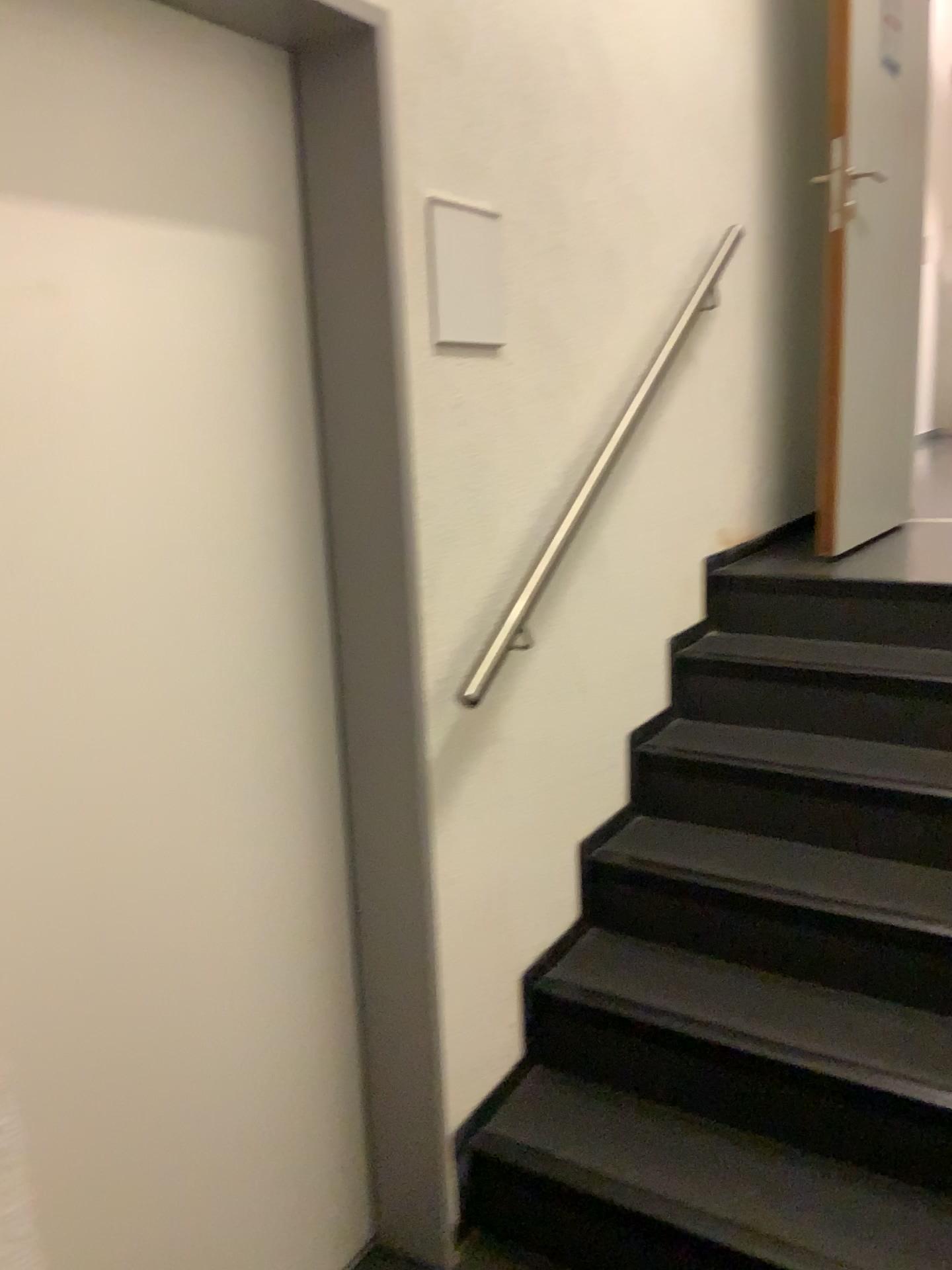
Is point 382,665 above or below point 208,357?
below

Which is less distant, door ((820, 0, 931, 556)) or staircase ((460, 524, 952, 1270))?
staircase ((460, 524, 952, 1270))

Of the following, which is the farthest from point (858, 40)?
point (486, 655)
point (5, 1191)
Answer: point (5, 1191)

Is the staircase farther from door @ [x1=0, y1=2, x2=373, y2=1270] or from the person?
the person

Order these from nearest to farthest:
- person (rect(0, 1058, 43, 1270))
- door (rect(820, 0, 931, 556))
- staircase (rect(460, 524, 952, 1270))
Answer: person (rect(0, 1058, 43, 1270)) < staircase (rect(460, 524, 952, 1270)) < door (rect(820, 0, 931, 556))

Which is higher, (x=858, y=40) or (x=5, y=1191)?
(x=858, y=40)

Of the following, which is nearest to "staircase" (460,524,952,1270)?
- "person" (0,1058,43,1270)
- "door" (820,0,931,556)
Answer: "door" (820,0,931,556)

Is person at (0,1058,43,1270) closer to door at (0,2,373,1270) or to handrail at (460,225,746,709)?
door at (0,2,373,1270)

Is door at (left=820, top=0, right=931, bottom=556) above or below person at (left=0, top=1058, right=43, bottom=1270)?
above

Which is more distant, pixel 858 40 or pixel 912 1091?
pixel 858 40
